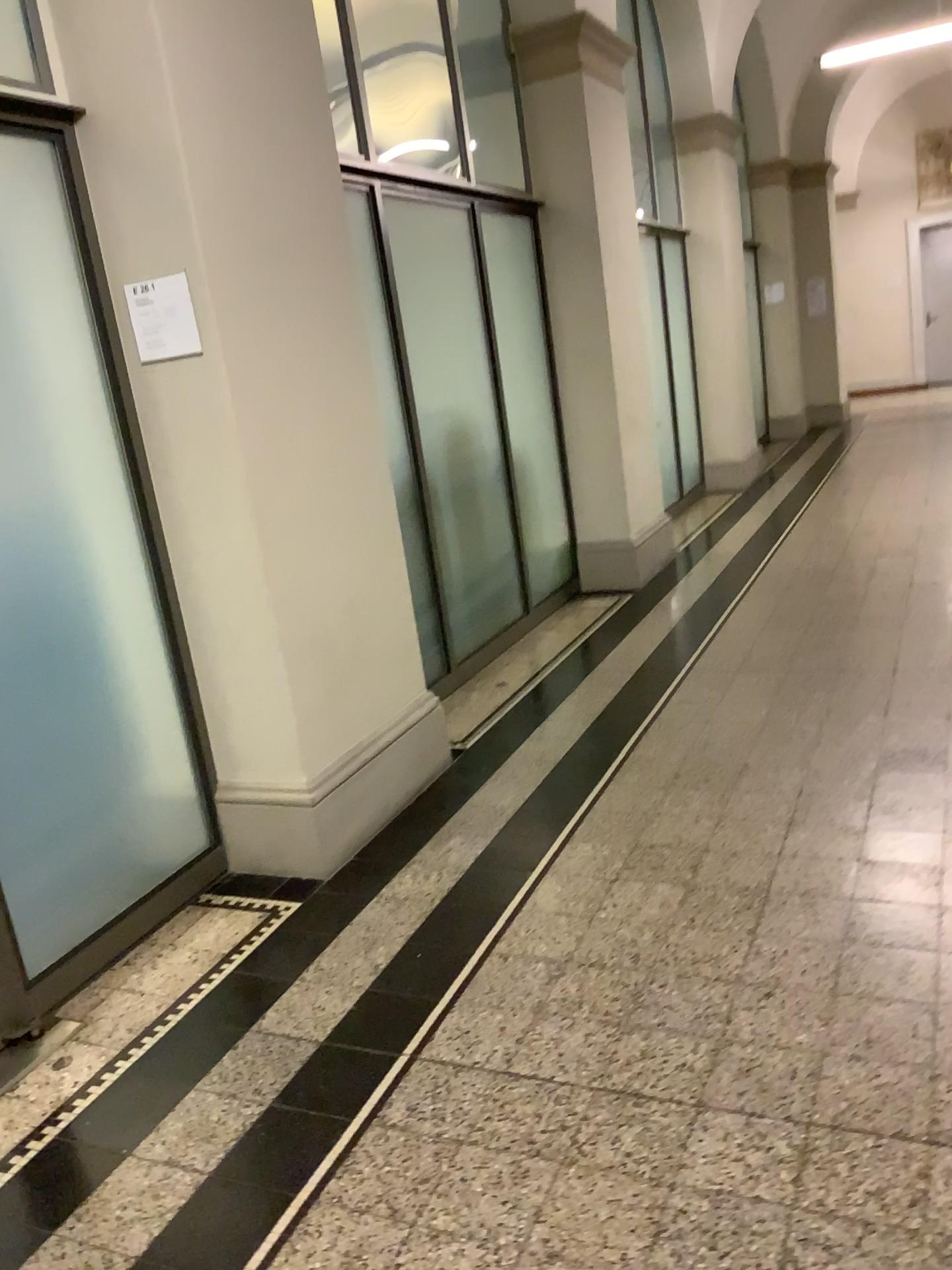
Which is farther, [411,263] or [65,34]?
[411,263]

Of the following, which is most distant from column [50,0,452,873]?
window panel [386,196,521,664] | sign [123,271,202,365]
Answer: window panel [386,196,521,664]

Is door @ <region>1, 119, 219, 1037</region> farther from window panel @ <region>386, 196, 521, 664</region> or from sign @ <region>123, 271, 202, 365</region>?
window panel @ <region>386, 196, 521, 664</region>

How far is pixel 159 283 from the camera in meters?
2.8

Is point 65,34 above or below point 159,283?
above

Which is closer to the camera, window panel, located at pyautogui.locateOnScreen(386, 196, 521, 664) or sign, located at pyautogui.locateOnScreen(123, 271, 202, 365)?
sign, located at pyautogui.locateOnScreen(123, 271, 202, 365)

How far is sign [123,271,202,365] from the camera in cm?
279

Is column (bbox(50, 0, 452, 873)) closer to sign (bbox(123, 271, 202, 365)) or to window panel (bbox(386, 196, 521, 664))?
sign (bbox(123, 271, 202, 365))

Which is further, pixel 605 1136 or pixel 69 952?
pixel 69 952

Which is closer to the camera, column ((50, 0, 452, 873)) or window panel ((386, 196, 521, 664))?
A: column ((50, 0, 452, 873))
